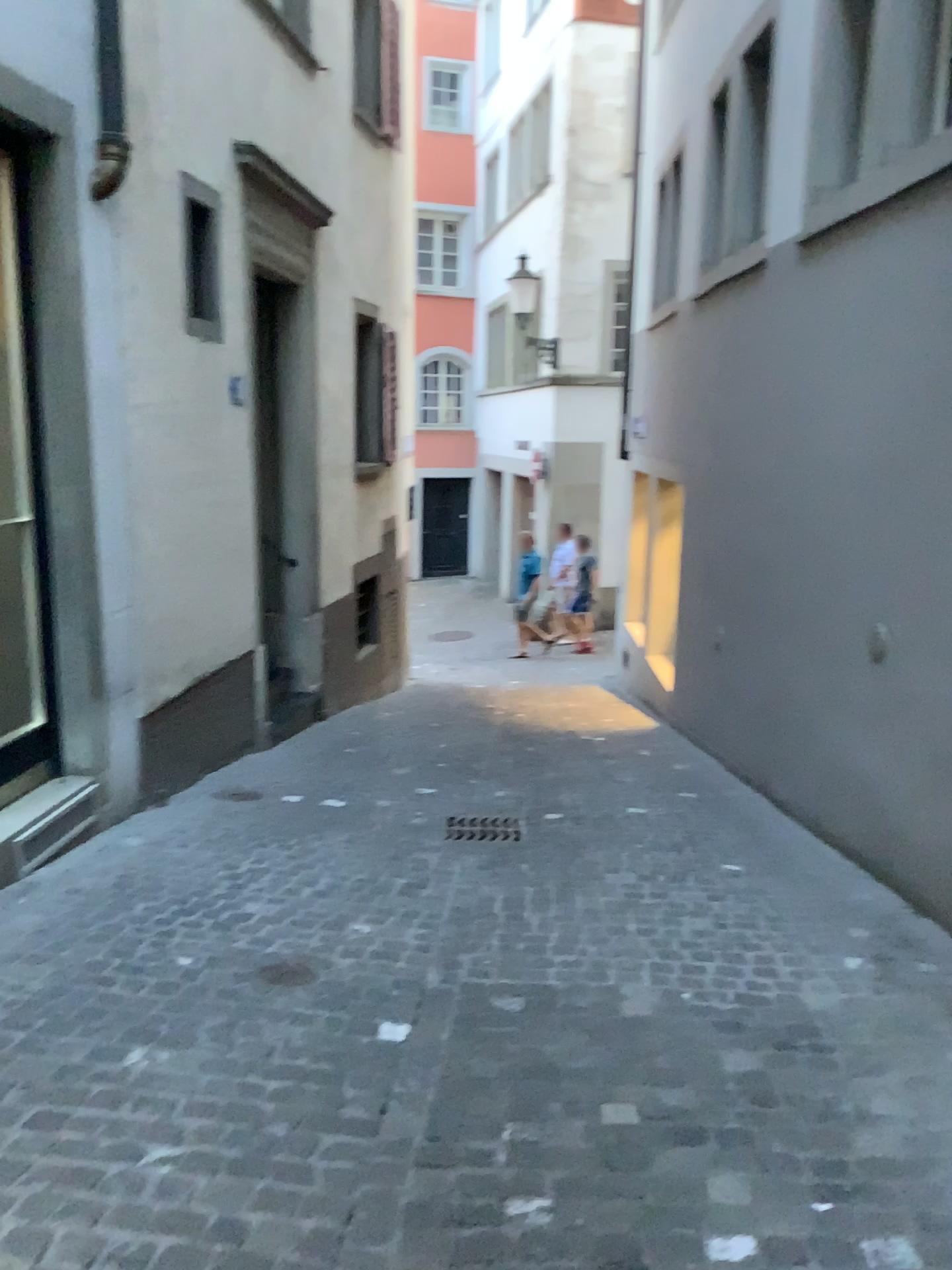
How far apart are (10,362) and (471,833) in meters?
2.8 m

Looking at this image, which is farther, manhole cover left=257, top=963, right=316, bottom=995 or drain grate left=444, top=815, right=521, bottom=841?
drain grate left=444, top=815, right=521, bottom=841

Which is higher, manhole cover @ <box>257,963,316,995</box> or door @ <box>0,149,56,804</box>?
door @ <box>0,149,56,804</box>

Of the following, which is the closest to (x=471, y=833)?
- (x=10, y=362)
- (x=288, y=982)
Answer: (x=288, y=982)

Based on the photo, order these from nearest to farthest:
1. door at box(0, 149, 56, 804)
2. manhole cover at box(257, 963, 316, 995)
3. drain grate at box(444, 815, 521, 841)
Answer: manhole cover at box(257, 963, 316, 995) → door at box(0, 149, 56, 804) → drain grate at box(444, 815, 521, 841)

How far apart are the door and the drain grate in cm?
181

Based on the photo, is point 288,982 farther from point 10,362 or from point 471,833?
point 10,362

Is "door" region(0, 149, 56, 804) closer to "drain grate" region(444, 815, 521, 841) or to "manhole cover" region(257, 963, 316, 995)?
"manhole cover" region(257, 963, 316, 995)

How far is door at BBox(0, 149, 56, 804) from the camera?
4.1 meters

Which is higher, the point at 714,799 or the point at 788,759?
the point at 788,759
